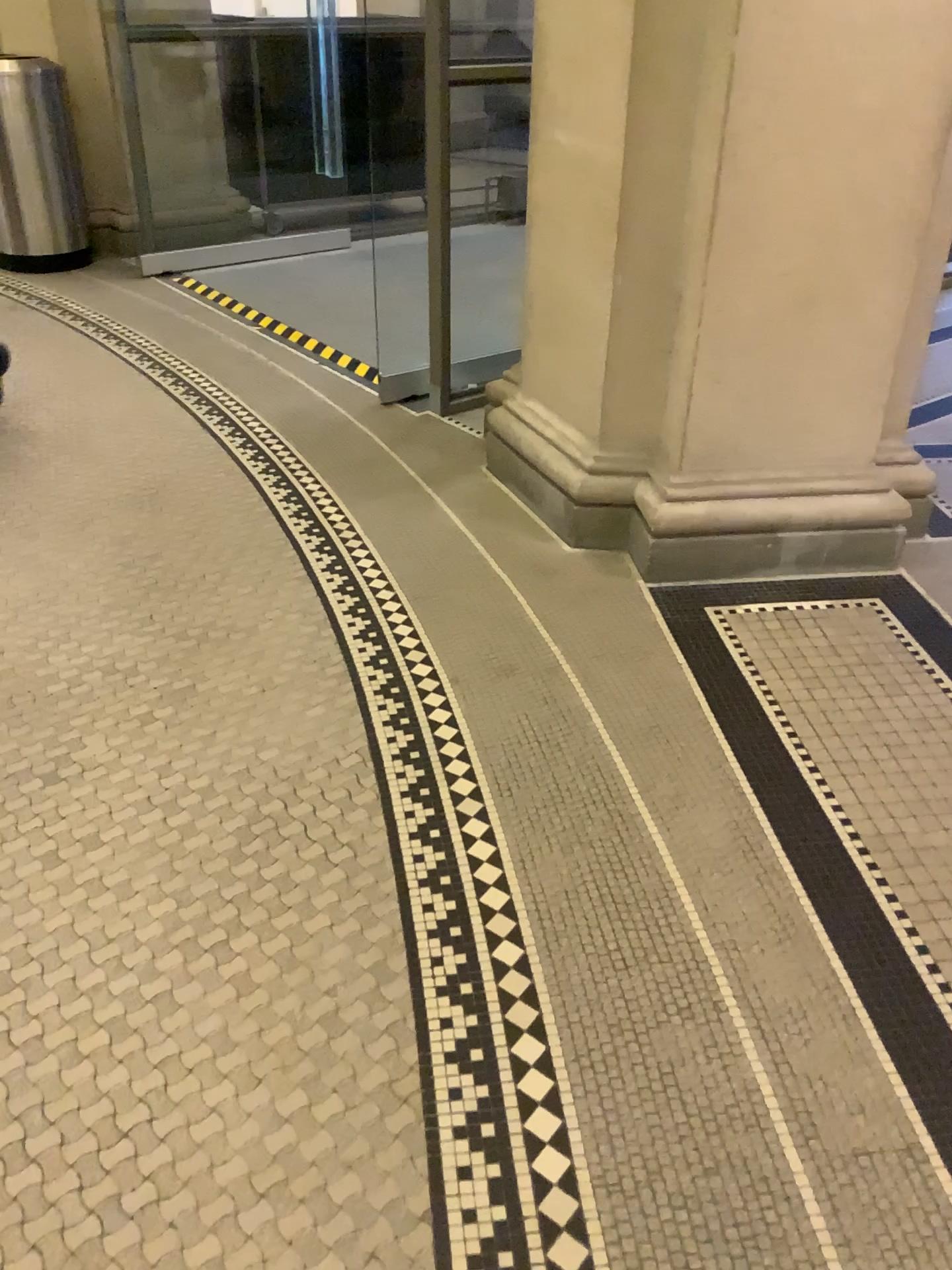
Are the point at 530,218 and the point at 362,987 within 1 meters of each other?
no
